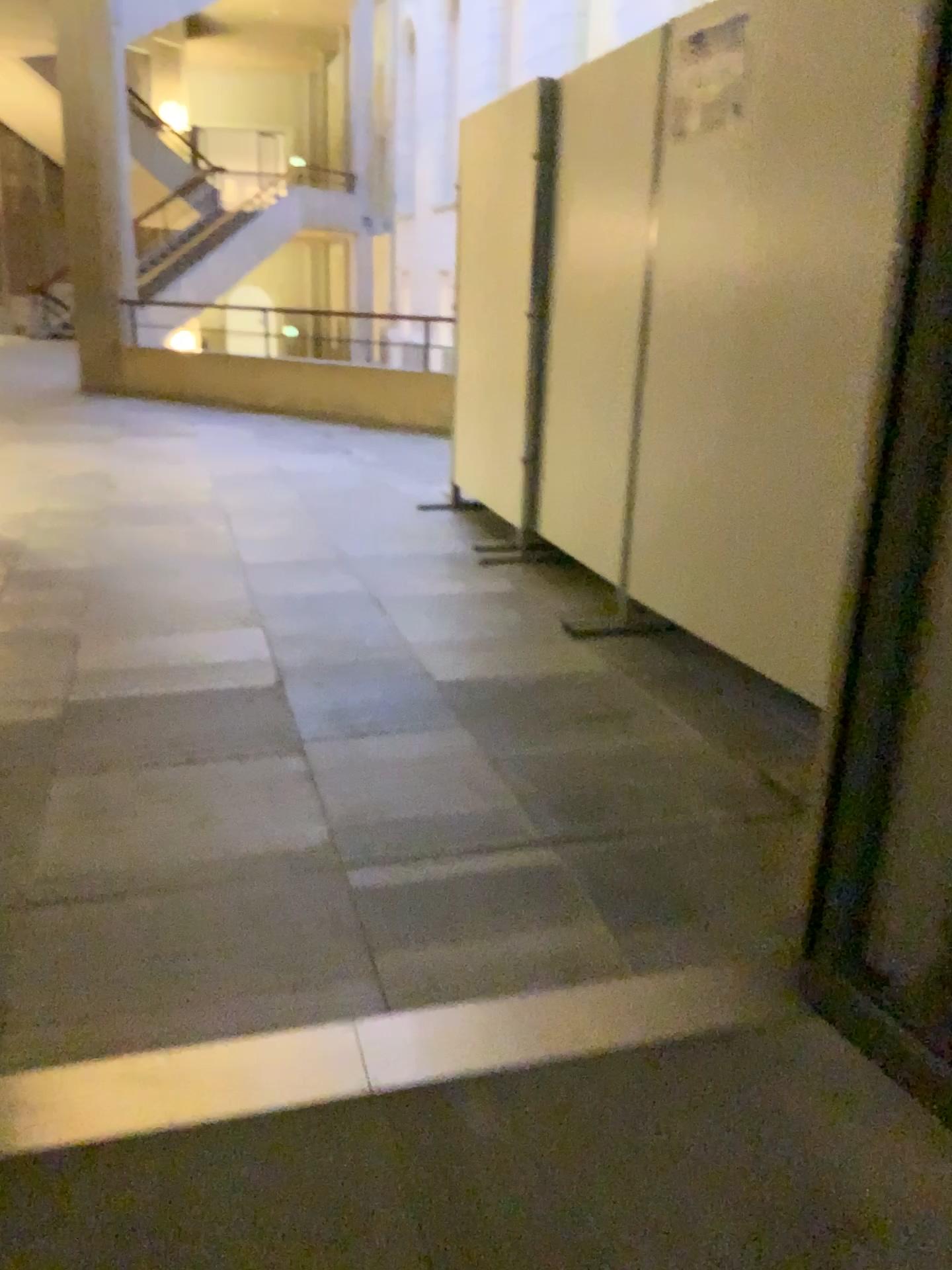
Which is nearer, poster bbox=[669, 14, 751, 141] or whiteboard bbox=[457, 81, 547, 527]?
poster bbox=[669, 14, 751, 141]

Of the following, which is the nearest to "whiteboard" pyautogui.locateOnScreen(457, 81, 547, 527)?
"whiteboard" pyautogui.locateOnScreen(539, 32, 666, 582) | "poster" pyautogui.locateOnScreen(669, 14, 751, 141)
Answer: "whiteboard" pyautogui.locateOnScreen(539, 32, 666, 582)

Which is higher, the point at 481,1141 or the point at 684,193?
the point at 684,193

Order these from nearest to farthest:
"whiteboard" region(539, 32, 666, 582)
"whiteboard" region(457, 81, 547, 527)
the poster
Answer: the poster → "whiteboard" region(539, 32, 666, 582) → "whiteboard" region(457, 81, 547, 527)

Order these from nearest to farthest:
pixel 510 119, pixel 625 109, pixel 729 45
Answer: pixel 729 45, pixel 625 109, pixel 510 119

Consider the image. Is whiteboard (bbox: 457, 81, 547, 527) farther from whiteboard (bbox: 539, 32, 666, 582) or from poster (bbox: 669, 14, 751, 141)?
poster (bbox: 669, 14, 751, 141)

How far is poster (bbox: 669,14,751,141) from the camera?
2.93m

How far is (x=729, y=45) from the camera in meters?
2.9 m

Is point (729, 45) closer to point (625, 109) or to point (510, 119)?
point (625, 109)
